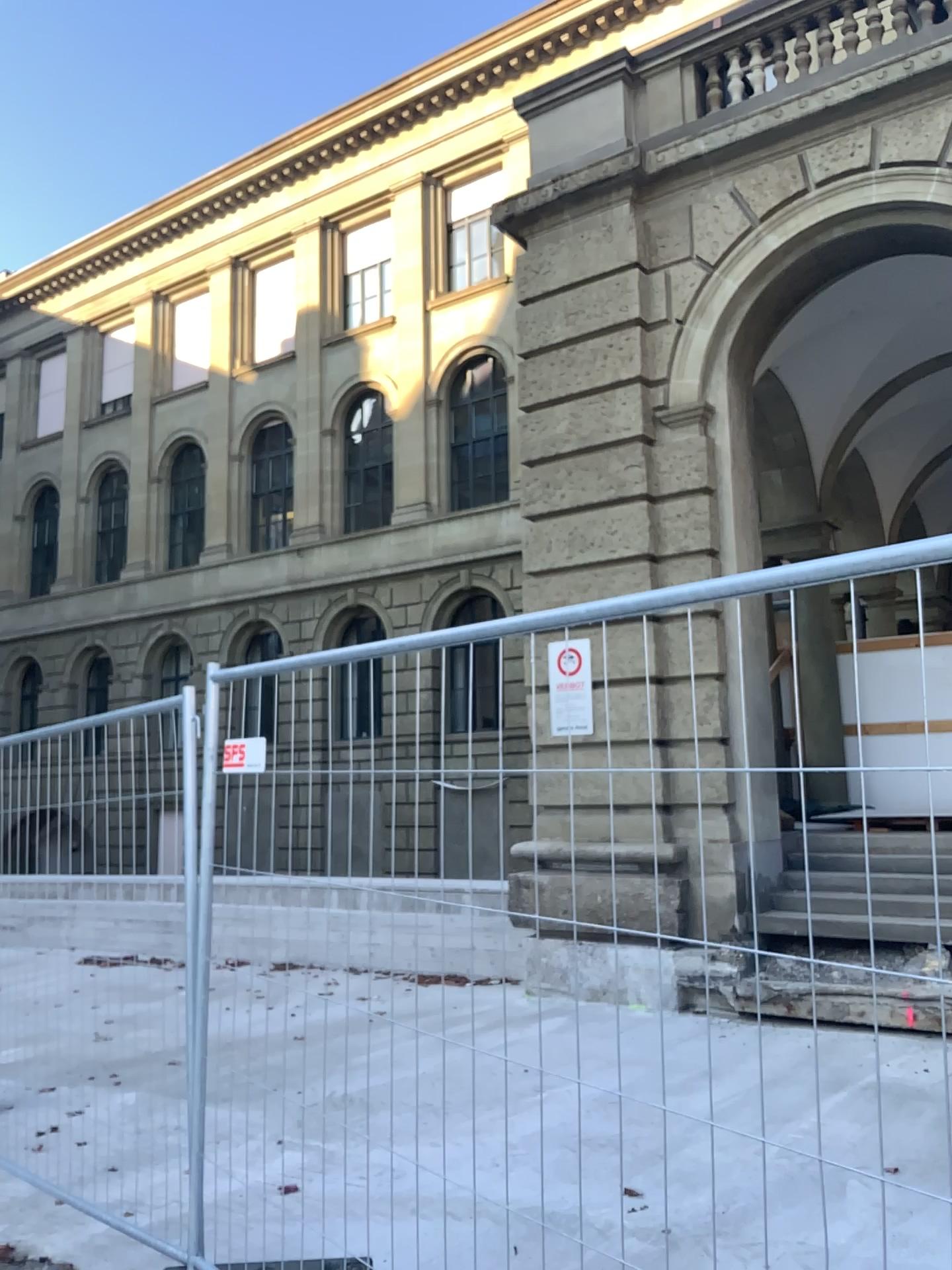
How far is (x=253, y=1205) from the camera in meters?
4.0
